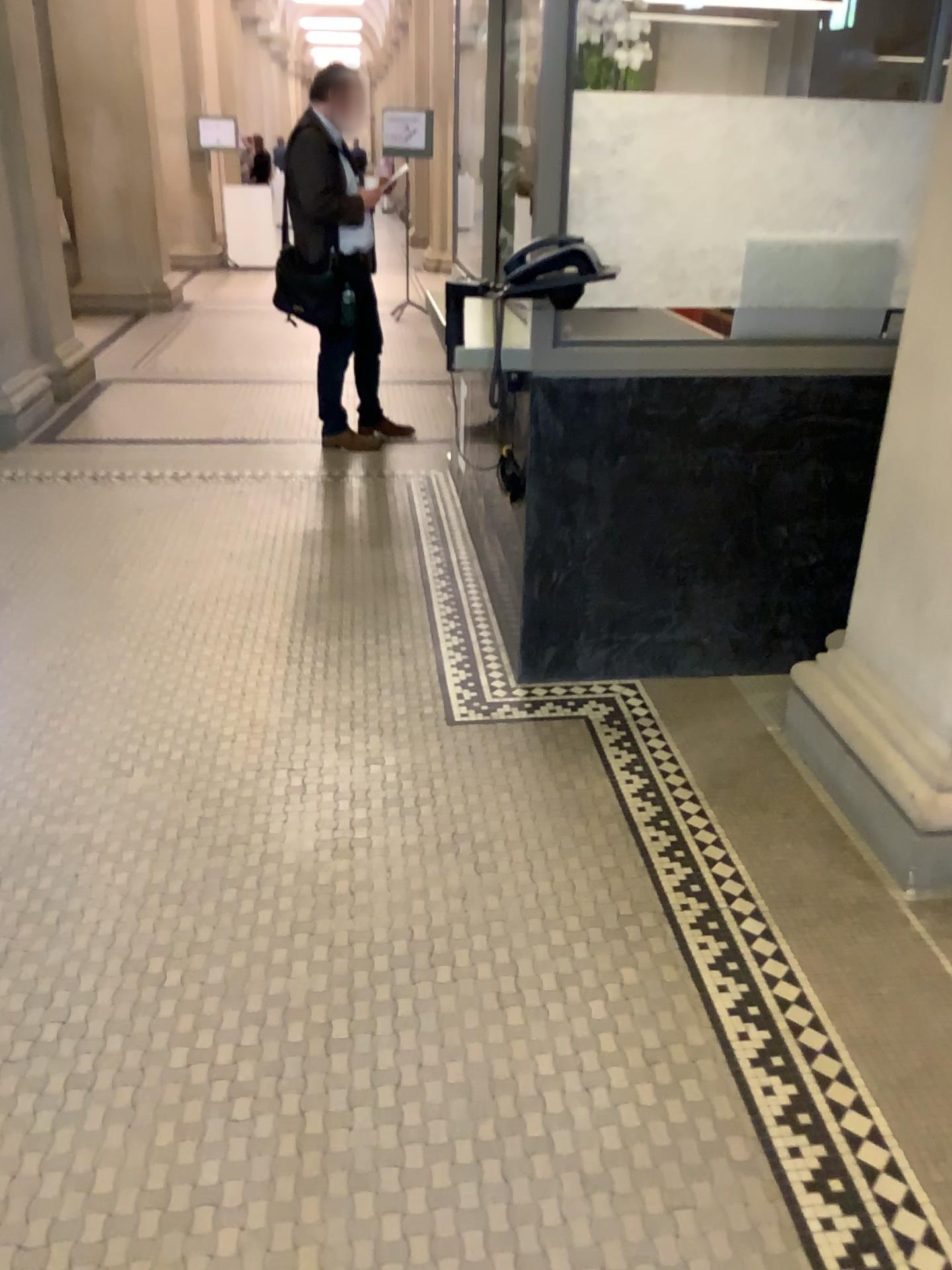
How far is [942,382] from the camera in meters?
2.2 m

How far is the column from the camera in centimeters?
224cm

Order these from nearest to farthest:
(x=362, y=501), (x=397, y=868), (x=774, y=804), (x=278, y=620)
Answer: (x=397, y=868)
(x=774, y=804)
(x=278, y=620)
(x=362, y=501)
